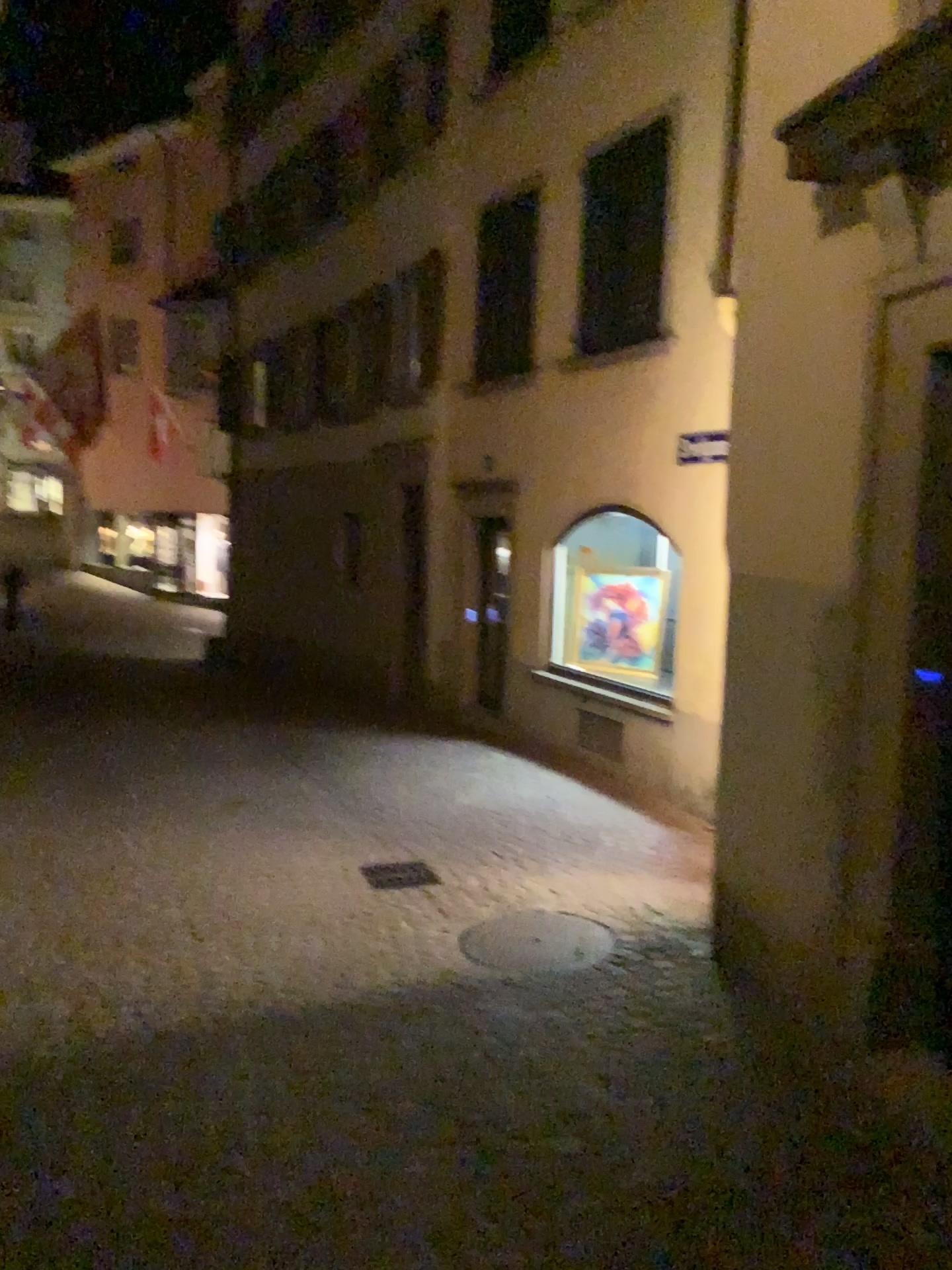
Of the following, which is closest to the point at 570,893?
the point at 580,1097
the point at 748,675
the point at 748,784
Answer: the point at 748,784
